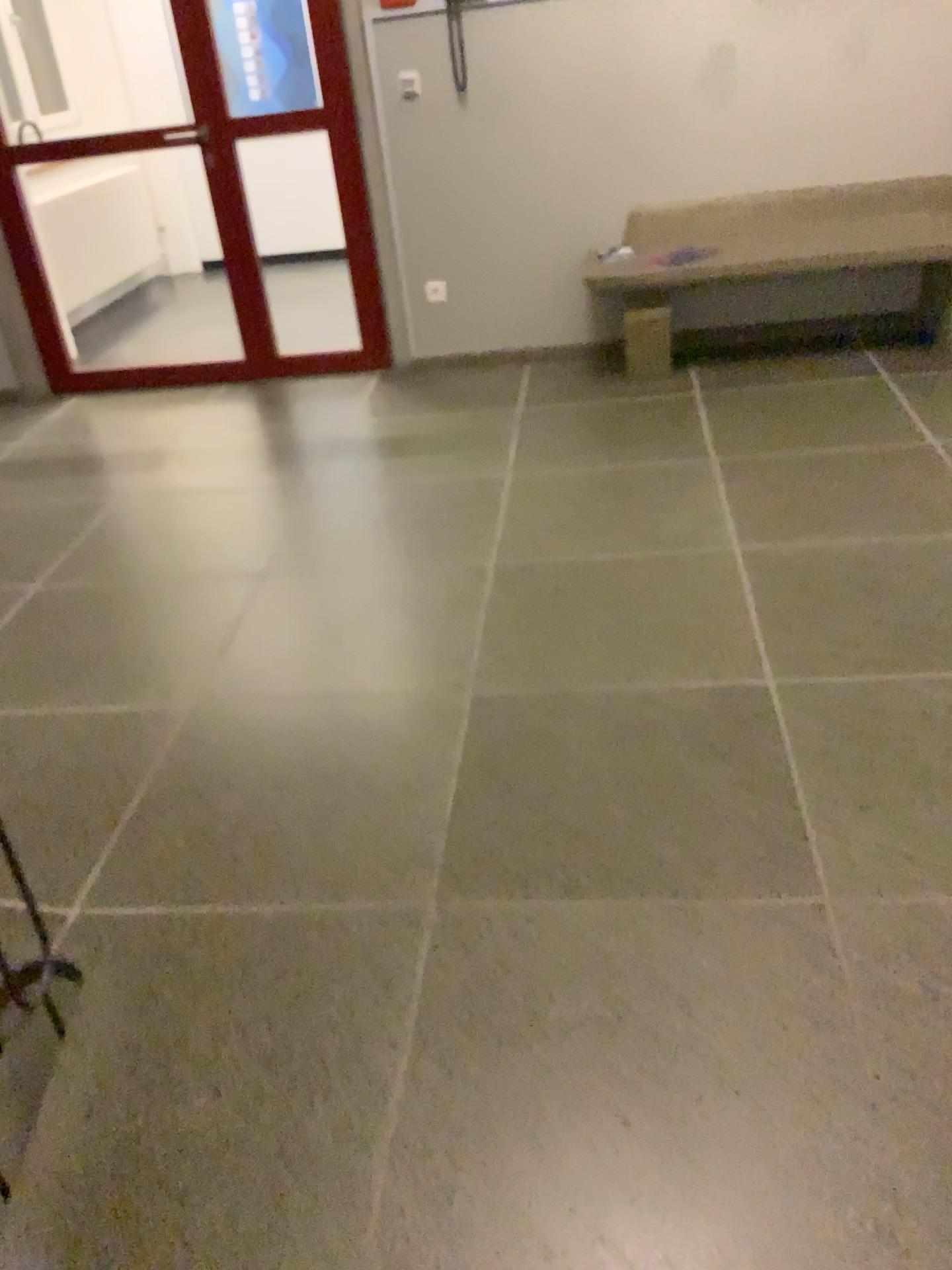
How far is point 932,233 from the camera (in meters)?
4.09

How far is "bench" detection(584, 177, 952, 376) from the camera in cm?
409

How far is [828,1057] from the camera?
1.56m
